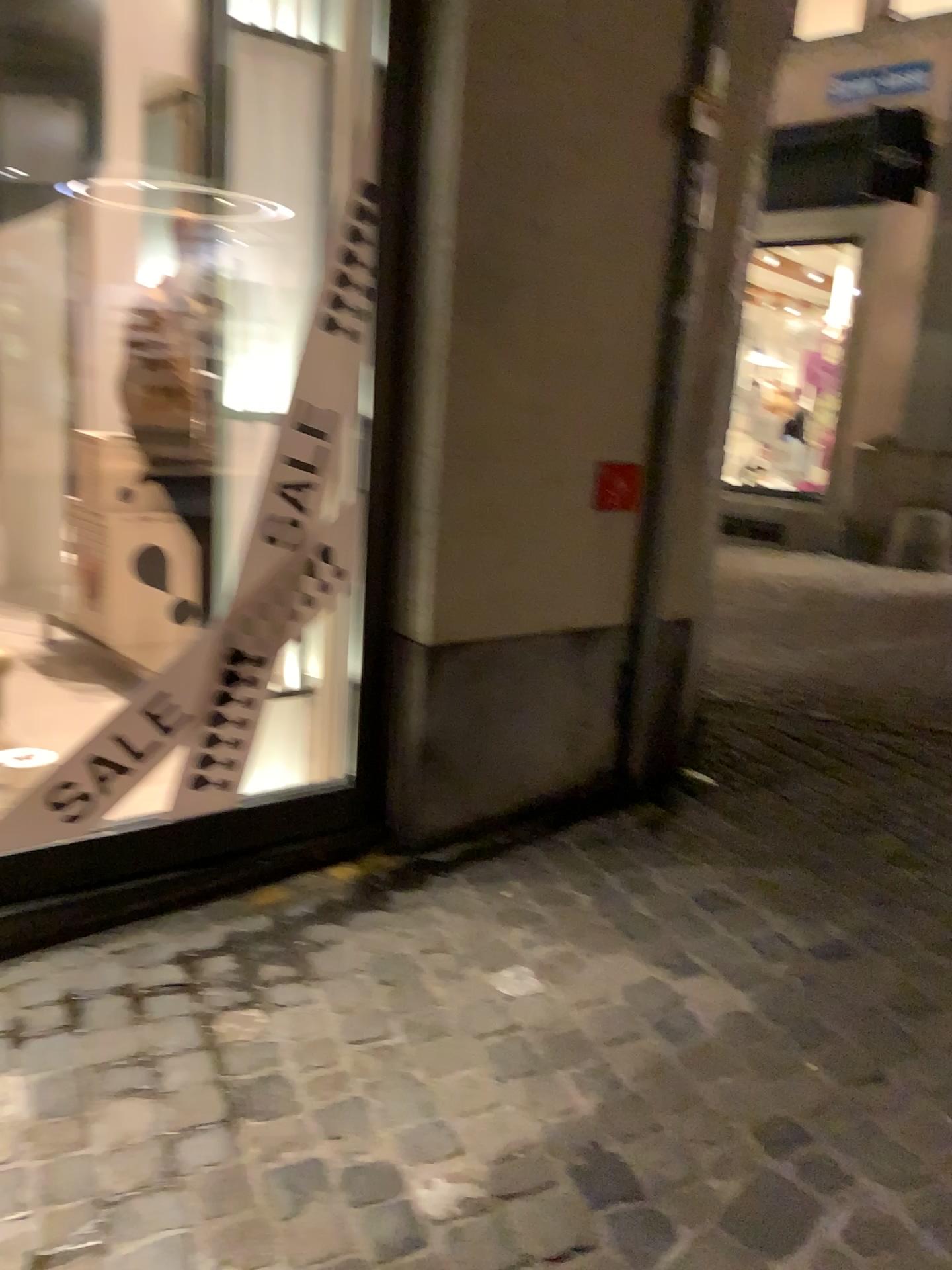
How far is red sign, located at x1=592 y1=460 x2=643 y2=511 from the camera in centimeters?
271cm

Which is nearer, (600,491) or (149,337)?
(600,491)

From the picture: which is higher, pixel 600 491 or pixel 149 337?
pixel 149 337

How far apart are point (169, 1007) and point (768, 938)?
1.2m

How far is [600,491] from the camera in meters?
2.7

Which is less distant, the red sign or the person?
the red sign
